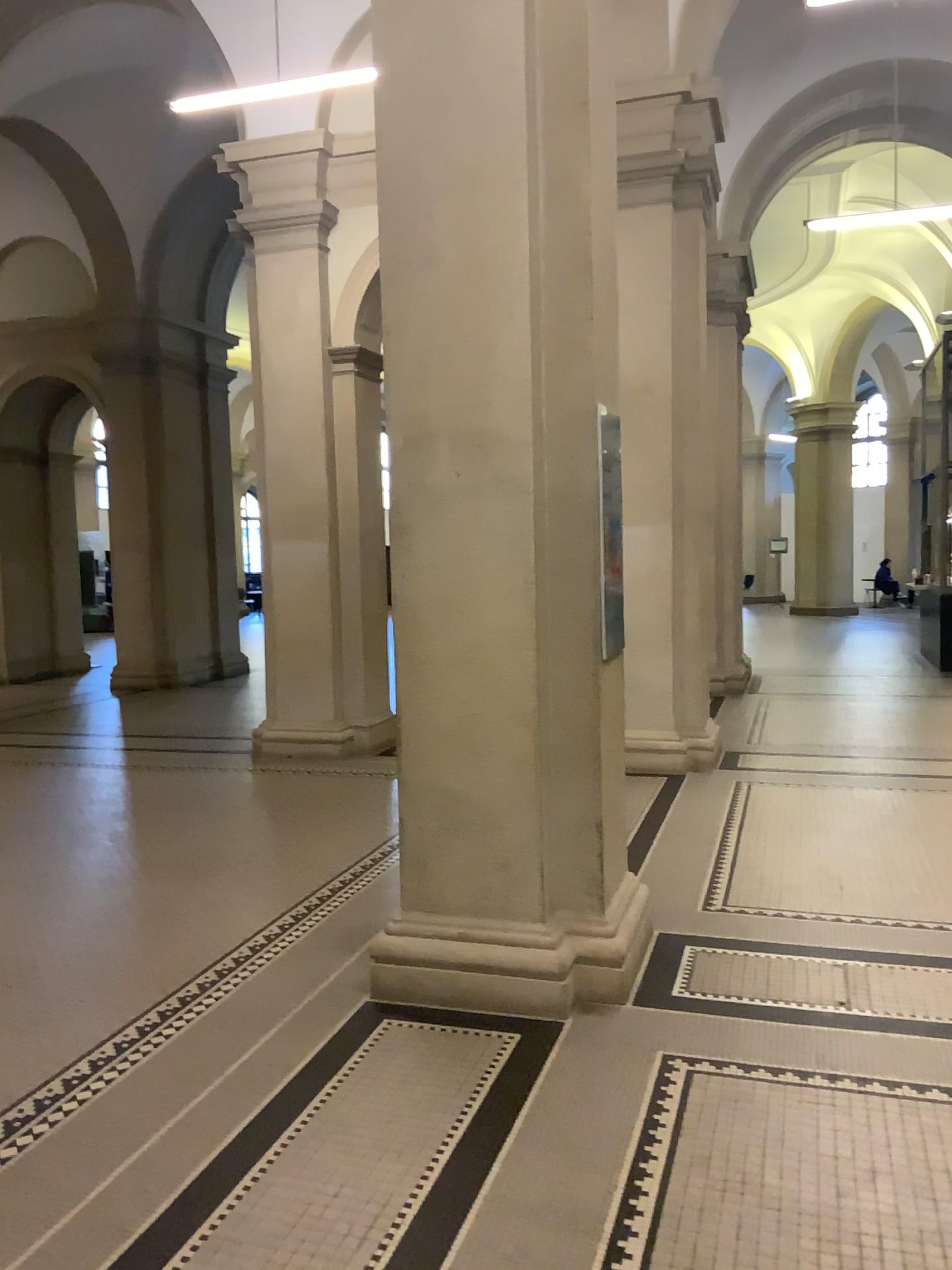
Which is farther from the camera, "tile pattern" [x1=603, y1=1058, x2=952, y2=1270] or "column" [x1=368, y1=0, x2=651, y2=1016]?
"column" [x1=368, y1=0, x2=651, y2=1016]

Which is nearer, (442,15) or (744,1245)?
(744,1245)

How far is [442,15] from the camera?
3.55m

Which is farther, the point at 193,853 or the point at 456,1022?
the point at 193,853

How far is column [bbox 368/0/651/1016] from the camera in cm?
355

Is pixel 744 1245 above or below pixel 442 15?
below
